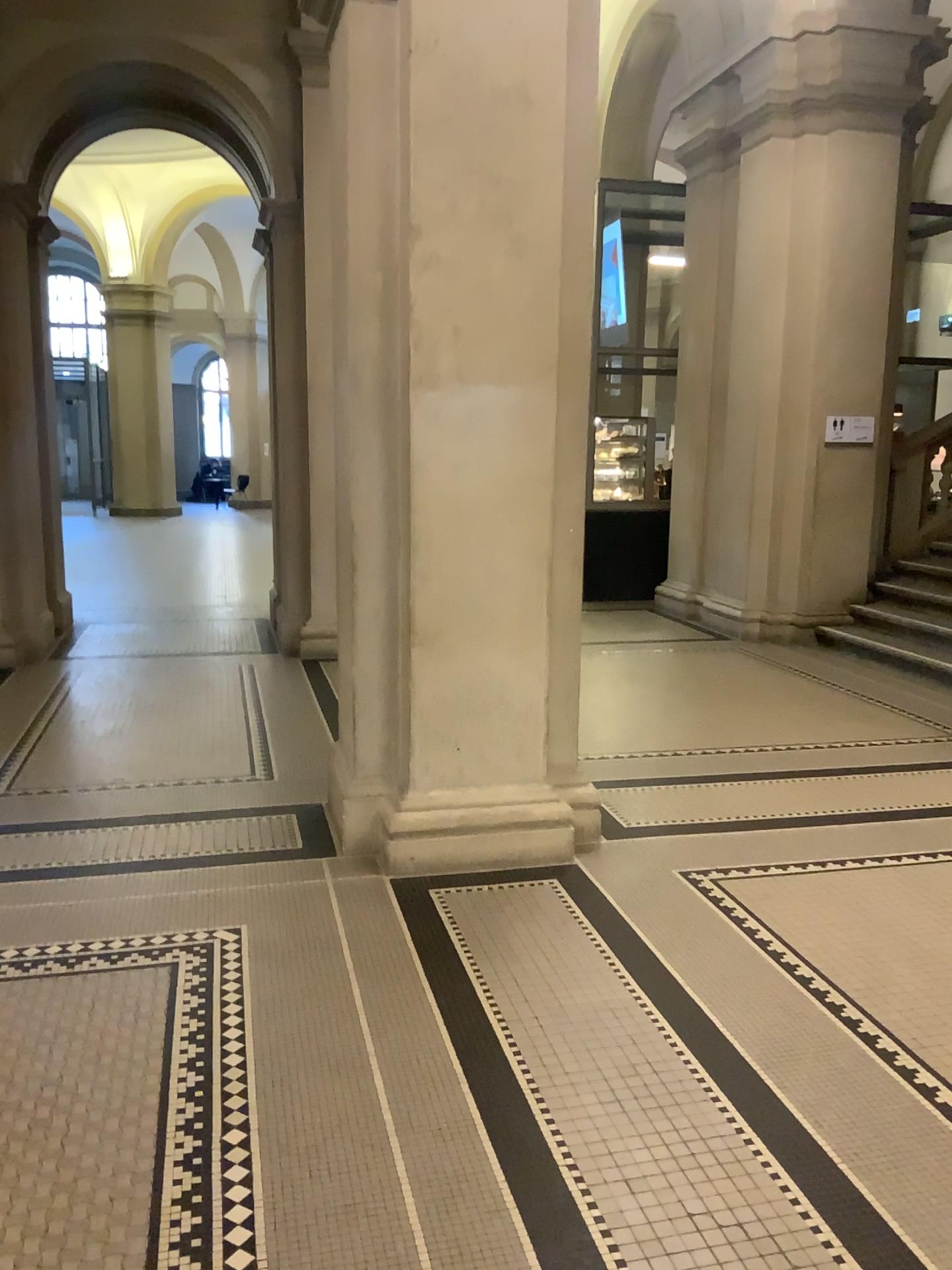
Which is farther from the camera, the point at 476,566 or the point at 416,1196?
the point at 476,566
